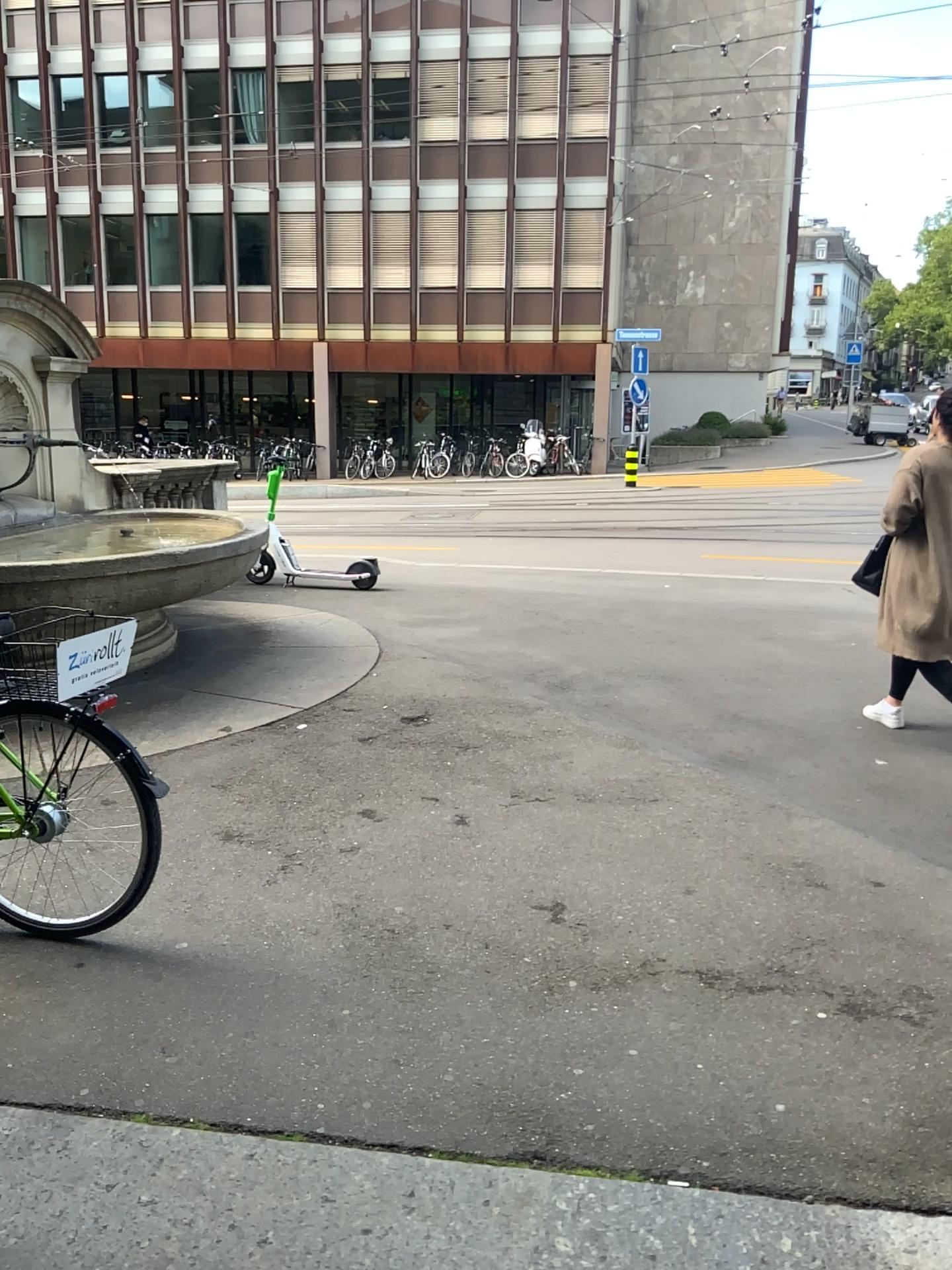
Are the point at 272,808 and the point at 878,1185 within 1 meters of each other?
no
